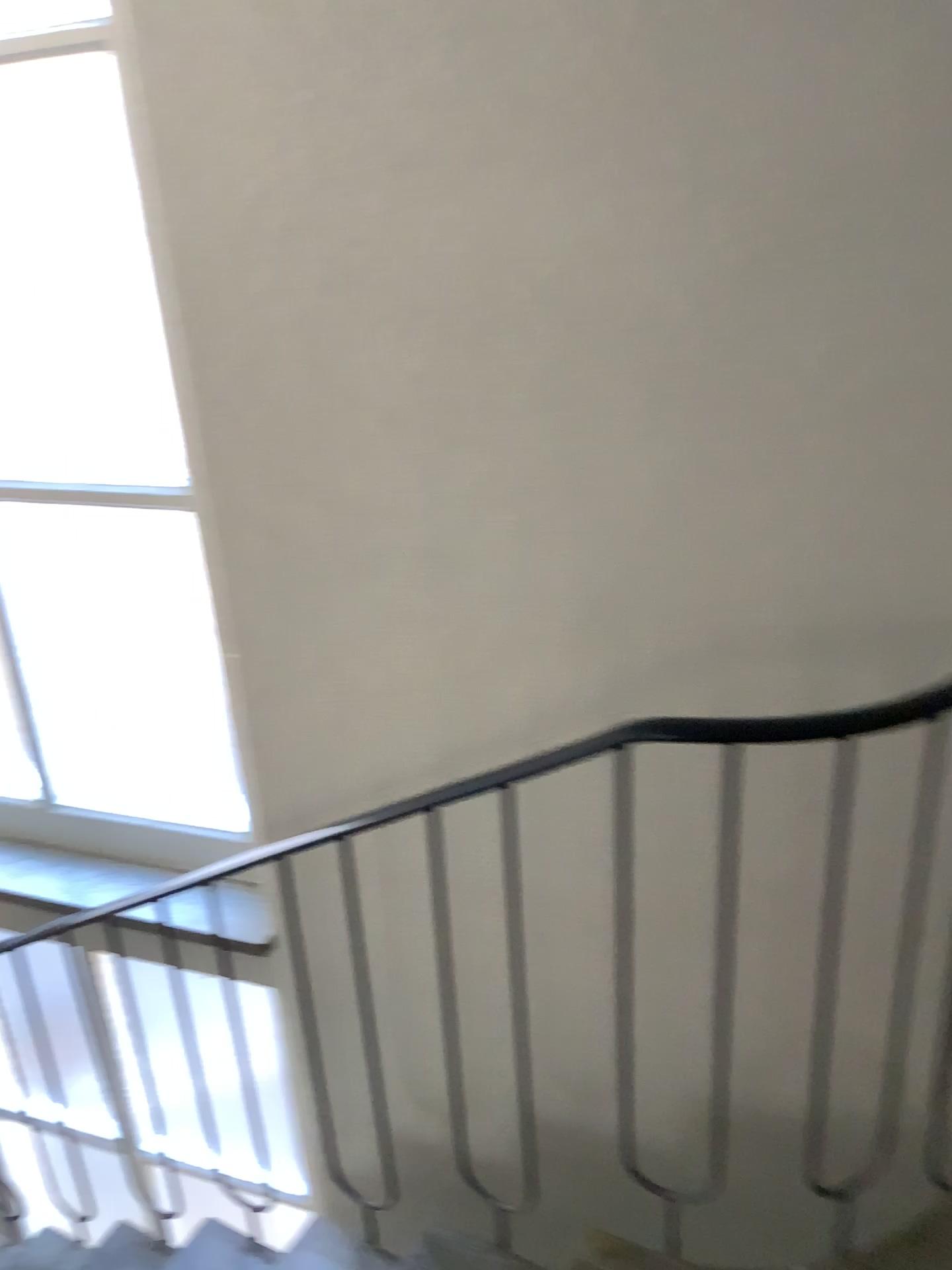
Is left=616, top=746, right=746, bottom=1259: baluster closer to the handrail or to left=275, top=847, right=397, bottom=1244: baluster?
the handrail

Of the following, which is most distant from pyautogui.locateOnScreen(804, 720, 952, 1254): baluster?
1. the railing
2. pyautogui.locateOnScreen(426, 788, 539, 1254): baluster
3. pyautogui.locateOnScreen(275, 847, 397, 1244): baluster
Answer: pyautogui.locateOnScreen(275, 847, 397, 1244): baluster

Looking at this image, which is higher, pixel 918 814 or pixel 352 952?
pixel 918 814

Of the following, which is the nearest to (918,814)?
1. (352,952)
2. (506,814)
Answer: (506,814)

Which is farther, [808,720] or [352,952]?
[352,952]

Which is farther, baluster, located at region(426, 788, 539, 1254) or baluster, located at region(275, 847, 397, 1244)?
baluster, located at region(275, 847, 397, 1244)

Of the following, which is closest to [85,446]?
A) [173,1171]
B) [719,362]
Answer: [719,362]

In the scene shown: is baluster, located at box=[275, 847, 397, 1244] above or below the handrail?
below

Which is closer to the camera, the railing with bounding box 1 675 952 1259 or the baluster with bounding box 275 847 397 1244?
the railing with bounding box 1 675 952 1259
